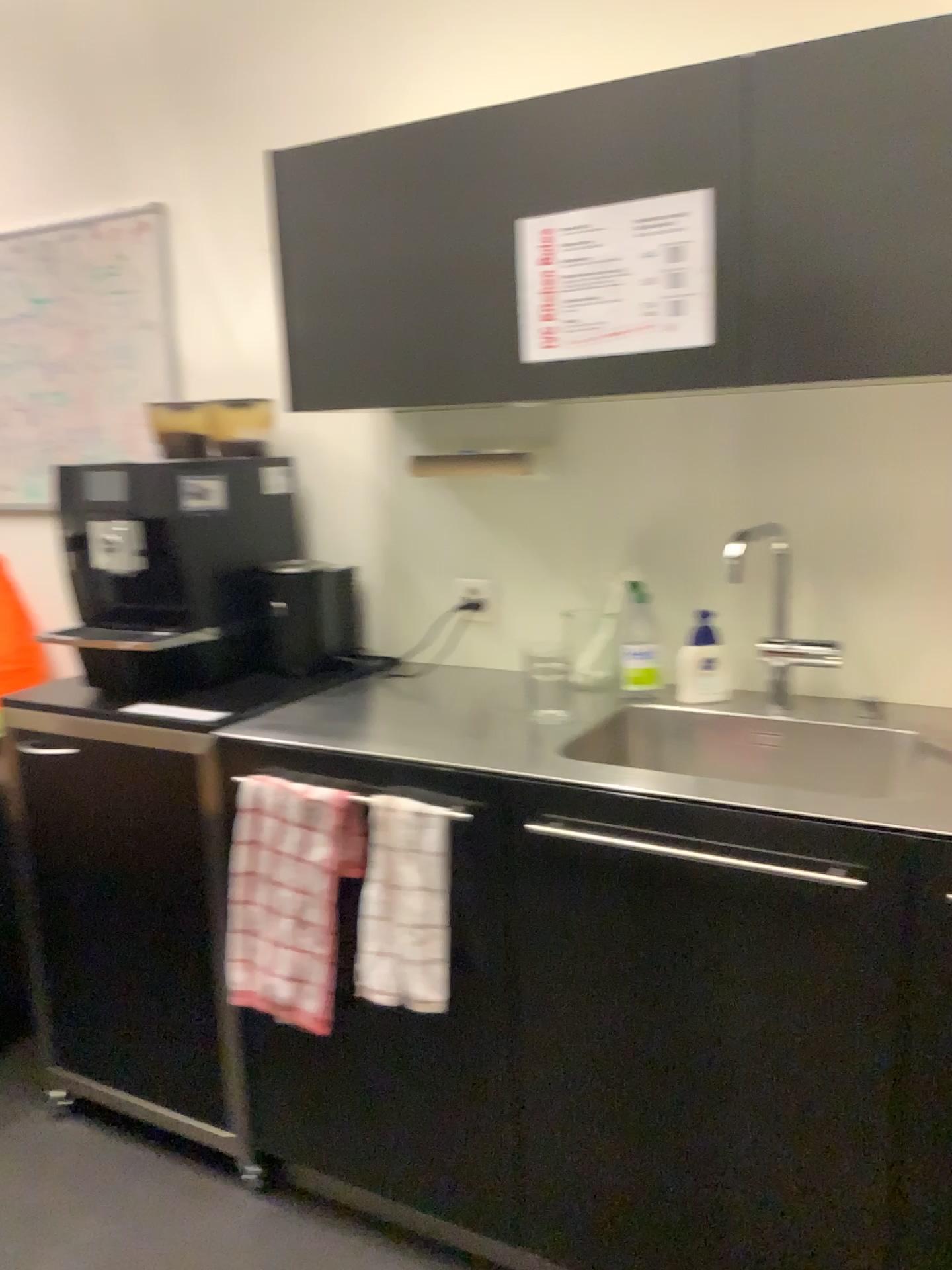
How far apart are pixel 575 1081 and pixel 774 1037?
0.33m

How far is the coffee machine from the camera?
2.0m

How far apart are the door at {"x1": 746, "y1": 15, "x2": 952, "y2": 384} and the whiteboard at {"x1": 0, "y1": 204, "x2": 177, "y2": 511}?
1.5 meters

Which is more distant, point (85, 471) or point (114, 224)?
point (114, 224)

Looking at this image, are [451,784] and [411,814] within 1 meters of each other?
yes

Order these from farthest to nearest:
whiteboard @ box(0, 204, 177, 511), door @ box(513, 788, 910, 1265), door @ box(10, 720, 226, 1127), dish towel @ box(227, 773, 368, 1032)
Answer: whiteboard @ box(0, 204, 177, 511) < door @ box(10, 720, 226, 1127) < dish towel @ box(227, 773, 368, 1032) < door @ box(513, 788, 910, 1265)

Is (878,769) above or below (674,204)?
below

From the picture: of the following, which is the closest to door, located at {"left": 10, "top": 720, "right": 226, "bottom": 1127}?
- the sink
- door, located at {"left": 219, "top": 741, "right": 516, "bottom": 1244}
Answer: door, located at {"left": 219, "top": 741, "right": 516, "bottom": 1244}

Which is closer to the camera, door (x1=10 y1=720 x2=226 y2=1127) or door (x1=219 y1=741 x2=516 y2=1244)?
door (x1=219 y1=741 x2=516 y2=1244)

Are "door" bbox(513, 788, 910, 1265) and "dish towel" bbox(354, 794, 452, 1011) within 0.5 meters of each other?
yes
